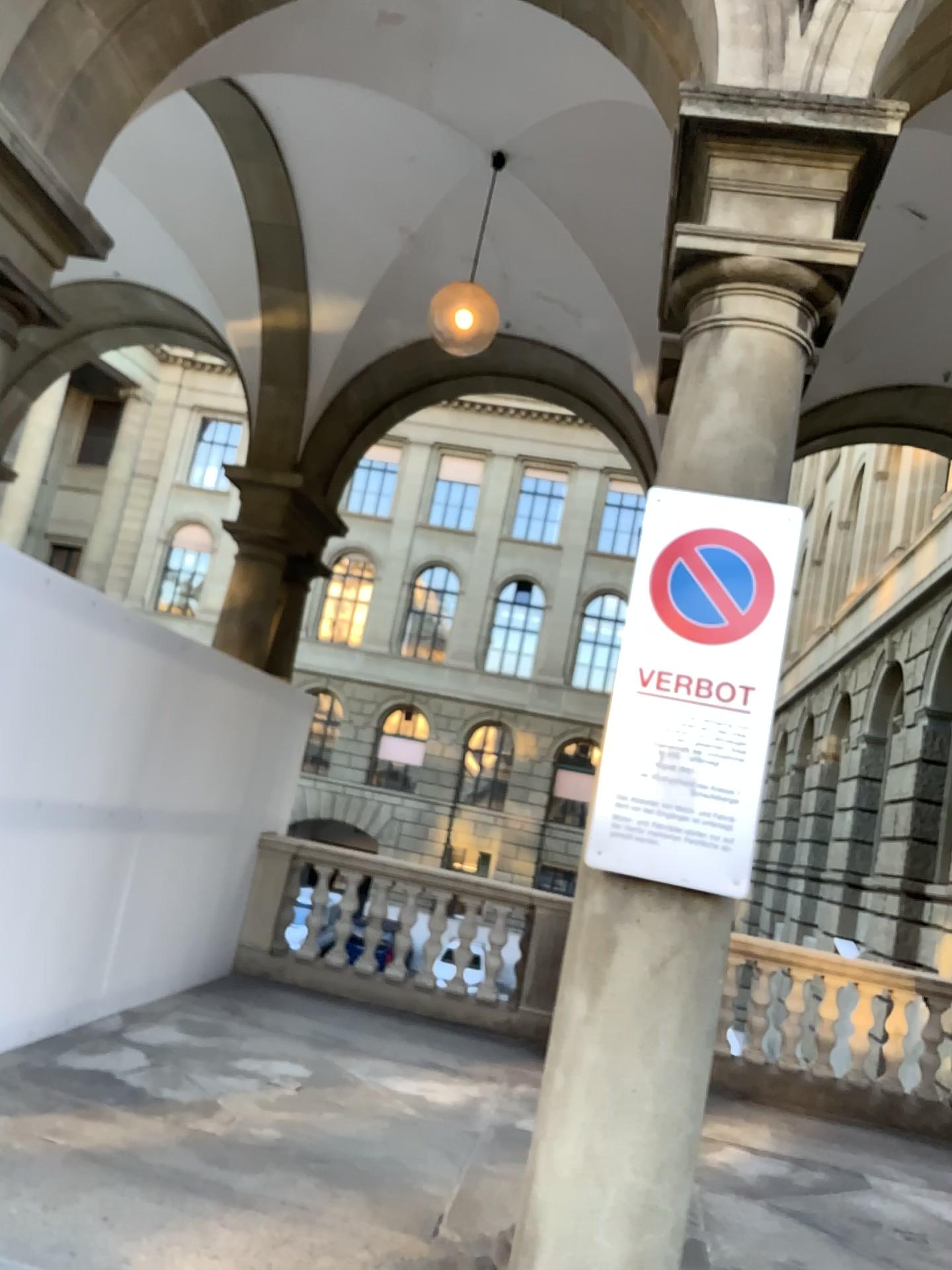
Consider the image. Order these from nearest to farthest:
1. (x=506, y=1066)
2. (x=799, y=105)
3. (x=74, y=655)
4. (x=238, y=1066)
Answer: (x=799, y=105)
(x=74, y=655)
(x=238, y=1066)
(x=506, y=1066)

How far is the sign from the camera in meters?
2.7 m

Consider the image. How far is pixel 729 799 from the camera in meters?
2.7 m
